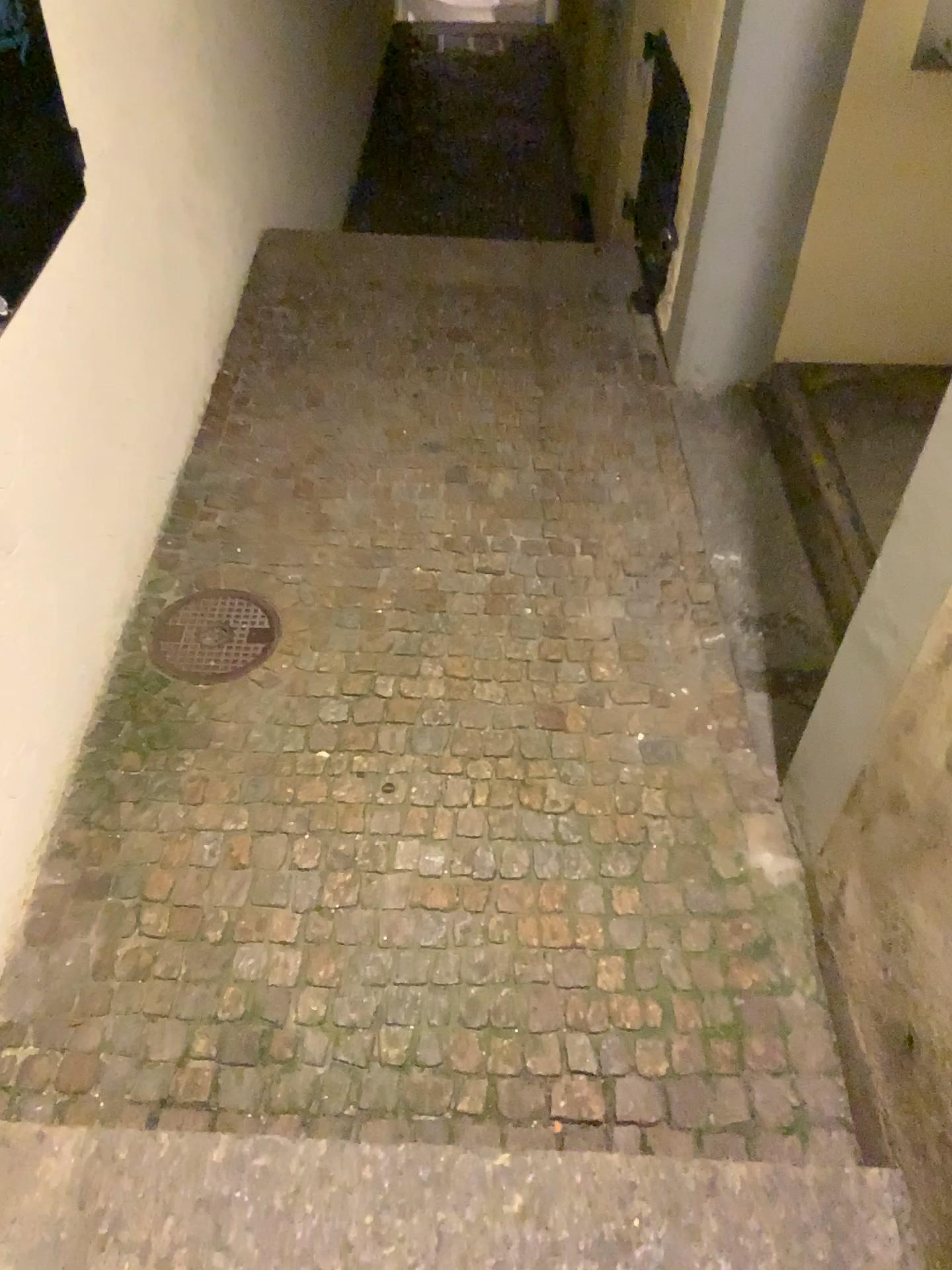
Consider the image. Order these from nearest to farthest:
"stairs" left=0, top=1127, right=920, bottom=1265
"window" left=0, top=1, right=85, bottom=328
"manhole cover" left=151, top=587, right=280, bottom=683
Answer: "stairs" left=0, top=1127, right=920, bottom=1265 → "window" left=0, top=1, right=85, bottom=328 → "manhole cover" left=151, top=587, right=280, bottom=683

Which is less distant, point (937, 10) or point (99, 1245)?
point (99, 1245)

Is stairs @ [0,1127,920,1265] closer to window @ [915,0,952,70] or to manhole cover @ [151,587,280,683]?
manhole cover @ [151,587,280,683]

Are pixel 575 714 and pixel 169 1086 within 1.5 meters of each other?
yes

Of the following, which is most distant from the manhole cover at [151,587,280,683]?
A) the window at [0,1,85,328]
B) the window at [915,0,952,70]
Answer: the window at [915,0,952,70]

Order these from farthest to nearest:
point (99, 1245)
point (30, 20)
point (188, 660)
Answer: point (188, 660) < point (30, 20) < point (99, 1245)

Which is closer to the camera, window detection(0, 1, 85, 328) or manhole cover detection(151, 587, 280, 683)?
A: window detection(0, 1, 85, 328)

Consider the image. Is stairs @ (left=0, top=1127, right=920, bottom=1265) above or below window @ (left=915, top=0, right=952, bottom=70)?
below

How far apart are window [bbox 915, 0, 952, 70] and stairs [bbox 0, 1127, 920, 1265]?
2.3m

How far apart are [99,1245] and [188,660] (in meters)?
1.22
